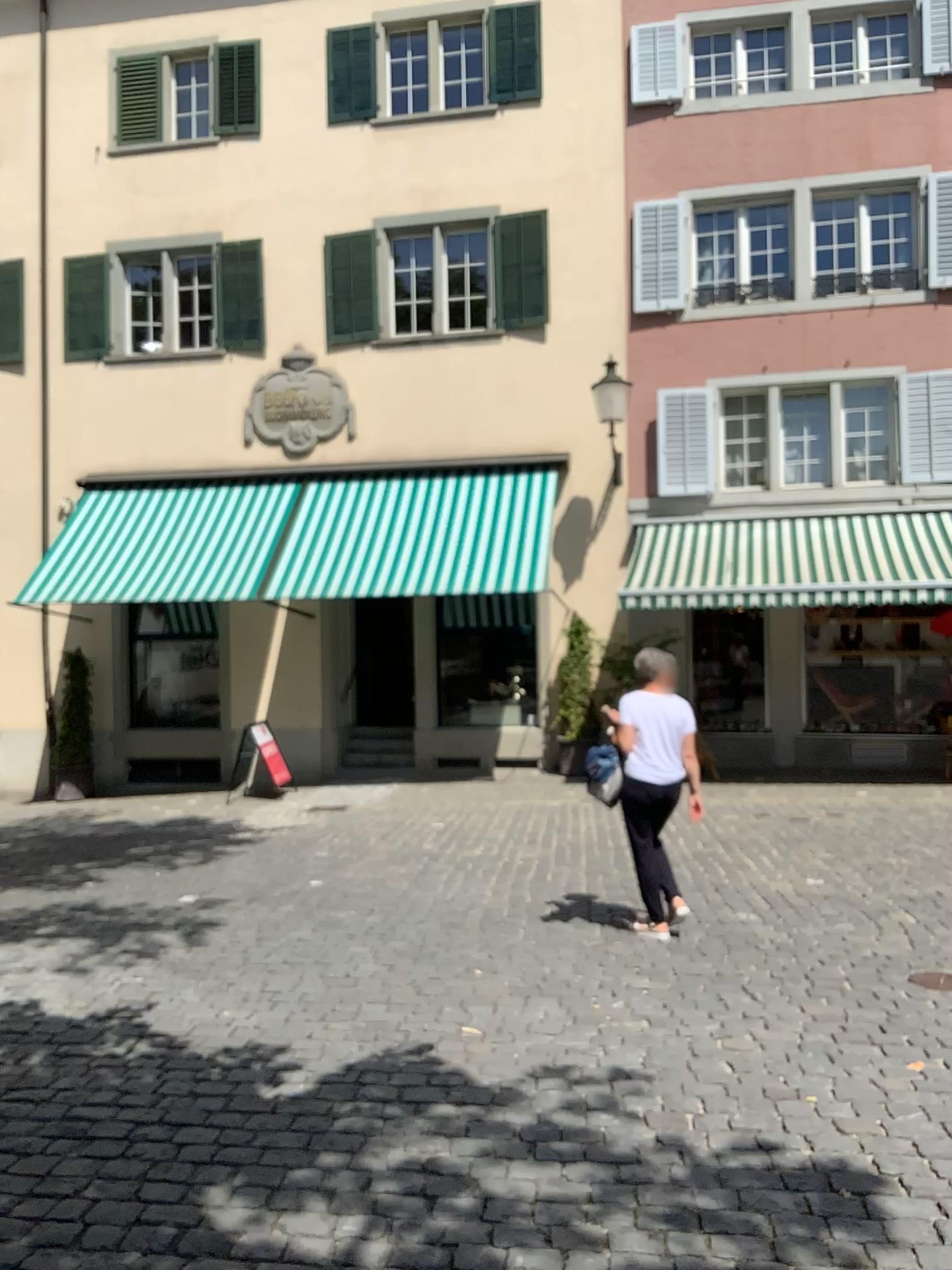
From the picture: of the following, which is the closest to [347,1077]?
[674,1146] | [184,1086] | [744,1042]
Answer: [184,1086]
